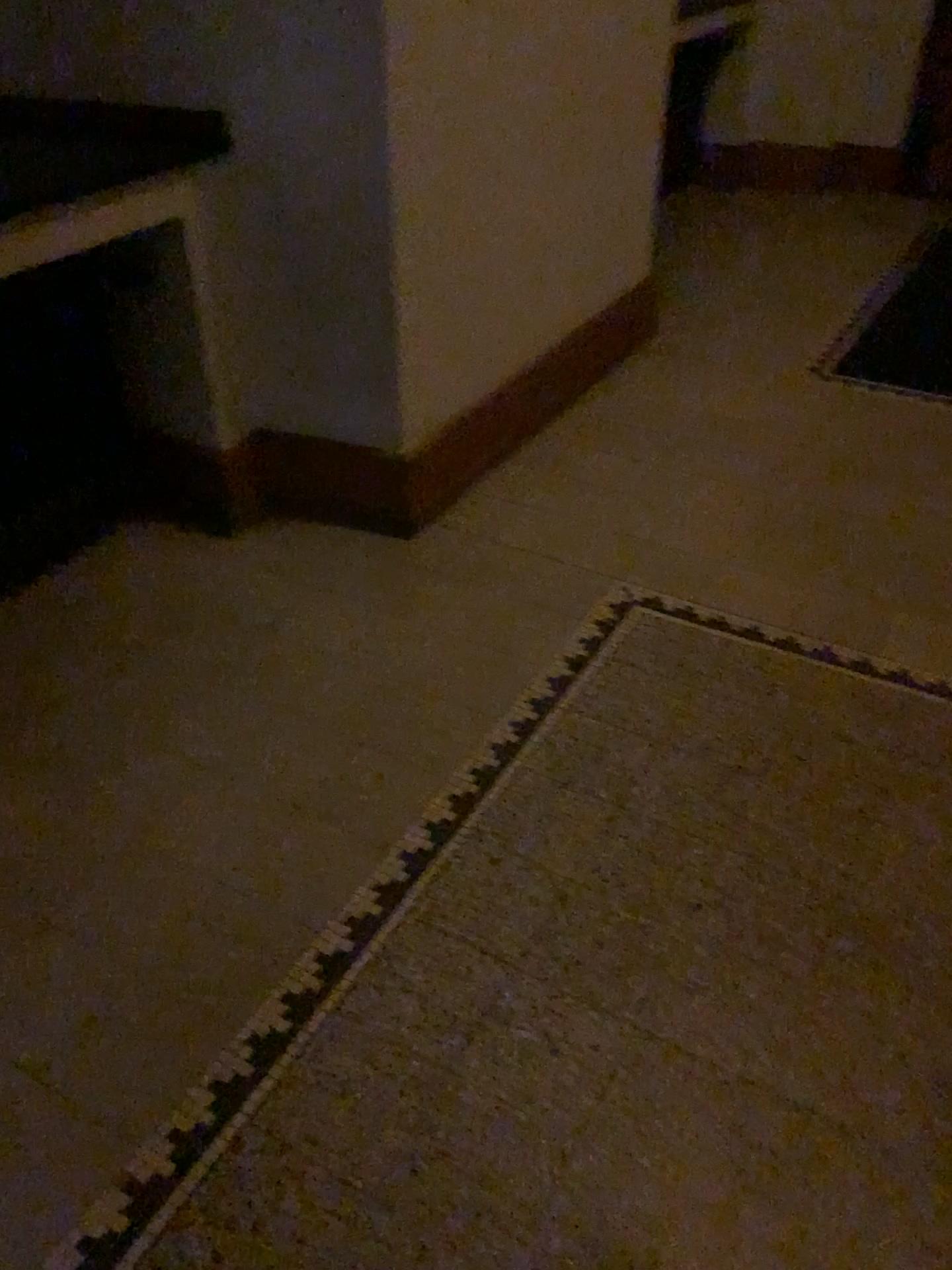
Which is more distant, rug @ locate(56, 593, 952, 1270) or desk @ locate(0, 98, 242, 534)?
desk @ locate(0, 98, 242, 534)

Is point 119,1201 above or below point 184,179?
below

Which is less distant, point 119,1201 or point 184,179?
point 119,1201

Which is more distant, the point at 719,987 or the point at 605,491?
the point at 605,491
